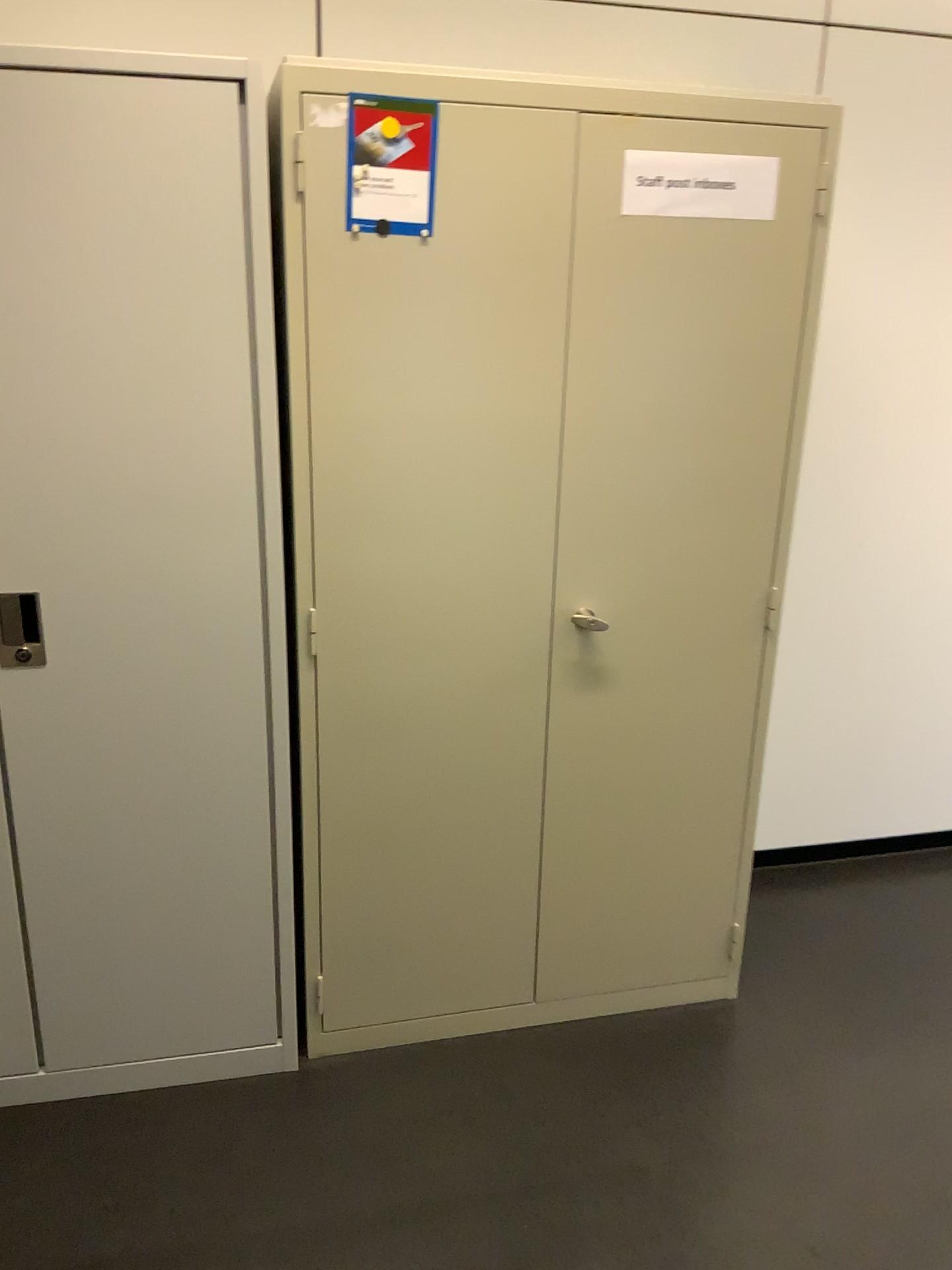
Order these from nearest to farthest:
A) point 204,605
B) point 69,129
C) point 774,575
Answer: point 69,129, point 204,605, point 774,575

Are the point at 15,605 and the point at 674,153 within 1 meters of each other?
no

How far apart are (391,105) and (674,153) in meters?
0.5 m

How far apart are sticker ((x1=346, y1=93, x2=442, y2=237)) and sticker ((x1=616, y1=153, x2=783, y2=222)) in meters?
0.4 m

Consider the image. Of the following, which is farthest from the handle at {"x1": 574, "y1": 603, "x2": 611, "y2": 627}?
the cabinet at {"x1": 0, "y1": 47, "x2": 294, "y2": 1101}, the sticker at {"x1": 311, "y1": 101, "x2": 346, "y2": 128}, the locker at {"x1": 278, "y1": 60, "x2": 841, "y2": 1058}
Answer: the sticker at {"x1": 311, "y1": 101, "x2": 346, "y2": 128}

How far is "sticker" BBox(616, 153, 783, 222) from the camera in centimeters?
183cm

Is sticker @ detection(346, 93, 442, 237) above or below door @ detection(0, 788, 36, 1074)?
above

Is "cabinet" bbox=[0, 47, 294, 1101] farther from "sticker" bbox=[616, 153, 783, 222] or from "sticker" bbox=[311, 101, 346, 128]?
"sticker" bbox=[616, 153, 783, 222]

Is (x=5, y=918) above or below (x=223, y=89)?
below

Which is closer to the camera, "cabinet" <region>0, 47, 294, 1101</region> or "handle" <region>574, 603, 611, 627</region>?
"cabinet" <region>0, 47, 294, 1101</region>
